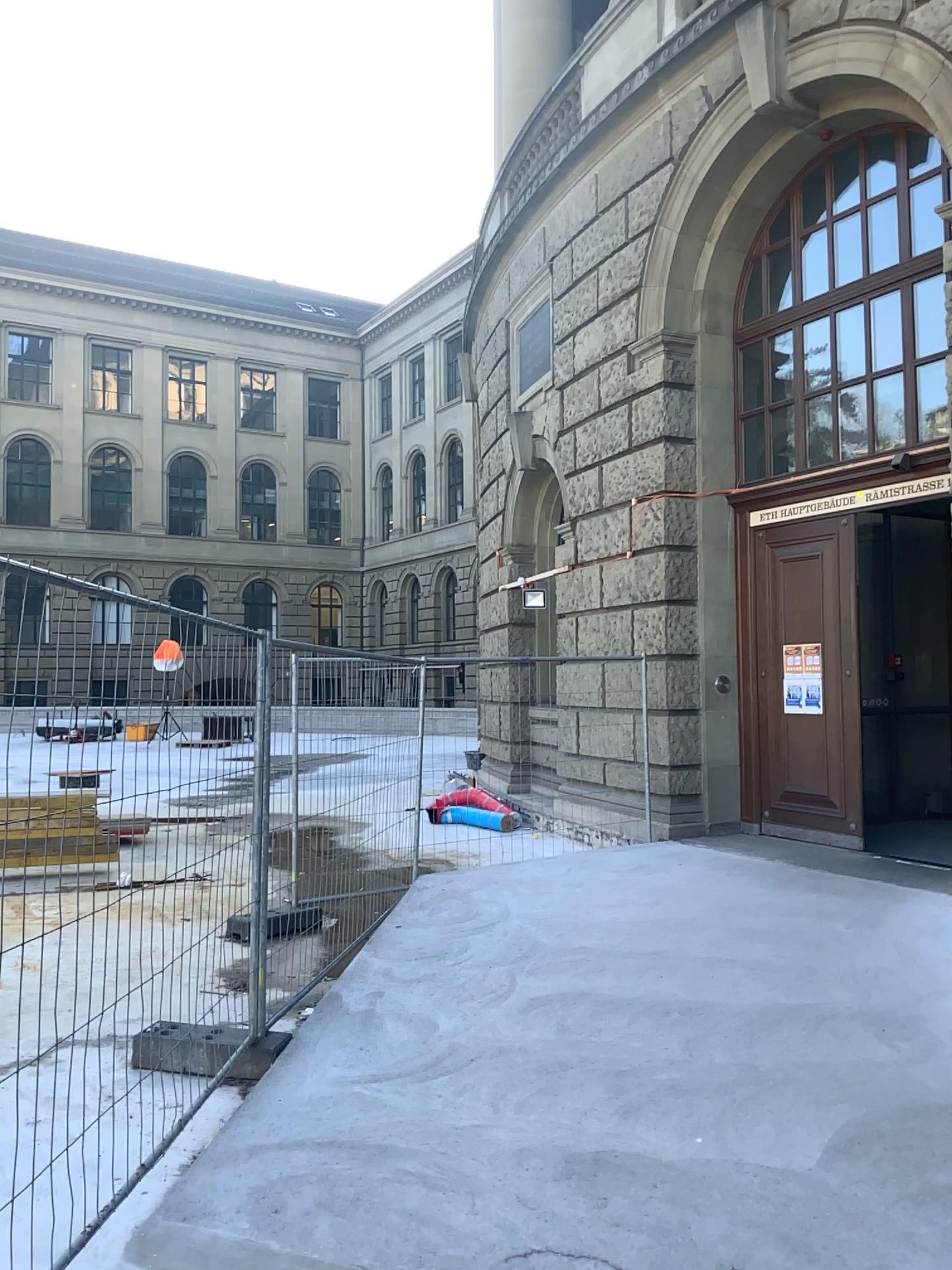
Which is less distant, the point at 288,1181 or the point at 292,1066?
the point at 288,1181
